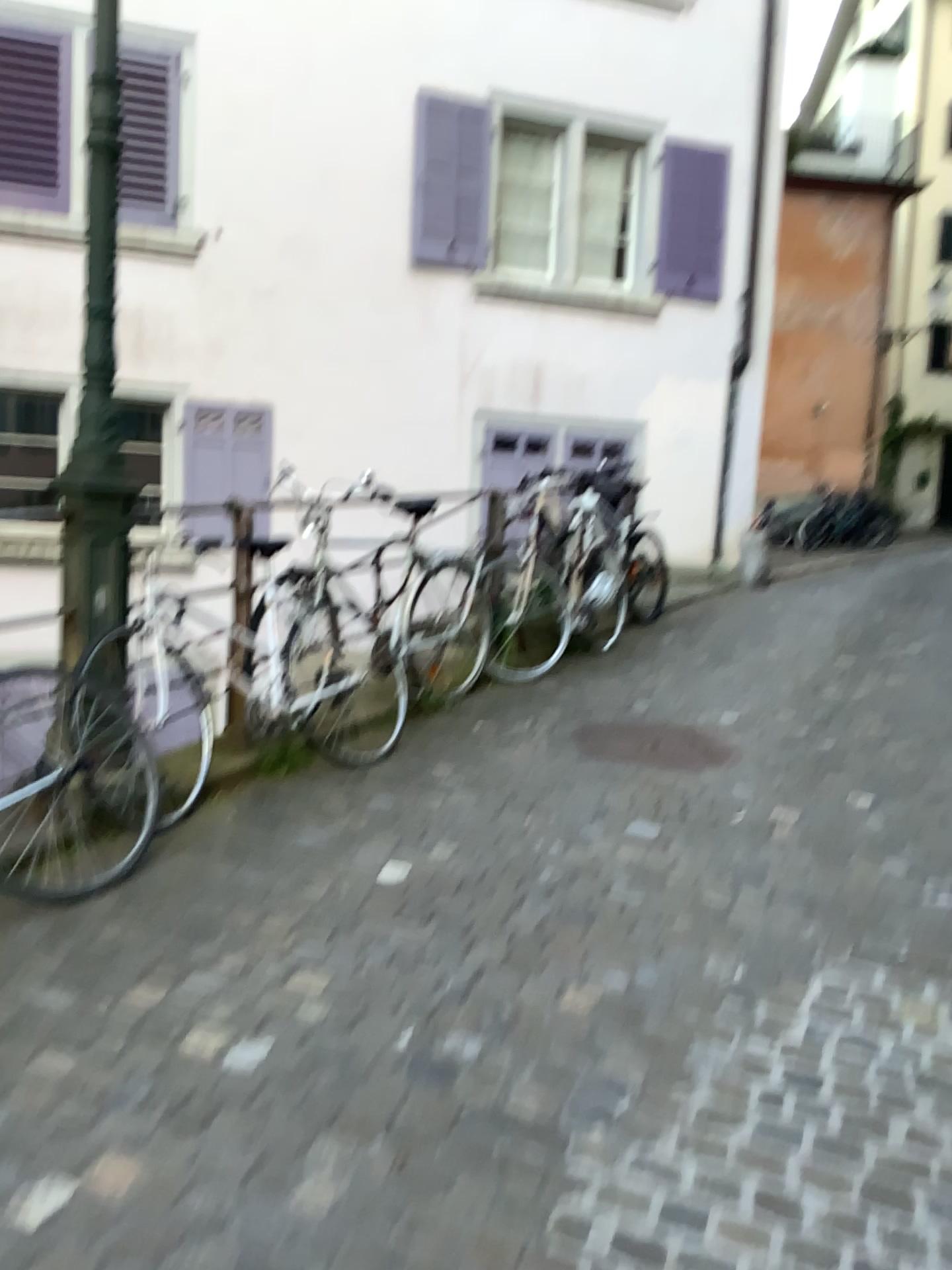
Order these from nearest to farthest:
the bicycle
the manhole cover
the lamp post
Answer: the bicycle
the lamp post
the manhole cover

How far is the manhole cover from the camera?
4.22m

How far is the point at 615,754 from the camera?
4.2m

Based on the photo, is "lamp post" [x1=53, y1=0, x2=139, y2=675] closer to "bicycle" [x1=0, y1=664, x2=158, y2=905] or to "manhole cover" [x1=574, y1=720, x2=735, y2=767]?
"bicycle" [x1=0, y1=664, x2=158, y2=905]

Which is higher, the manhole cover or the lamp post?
the lamp post

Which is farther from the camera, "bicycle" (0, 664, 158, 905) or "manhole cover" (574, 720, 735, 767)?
"manhole cover" (574, 720, 735, 767)

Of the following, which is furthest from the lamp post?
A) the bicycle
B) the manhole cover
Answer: the manhole cover

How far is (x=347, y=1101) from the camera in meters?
2.0

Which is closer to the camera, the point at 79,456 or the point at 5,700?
the point at 5,700

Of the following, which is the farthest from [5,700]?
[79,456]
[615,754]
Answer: [615,754]
